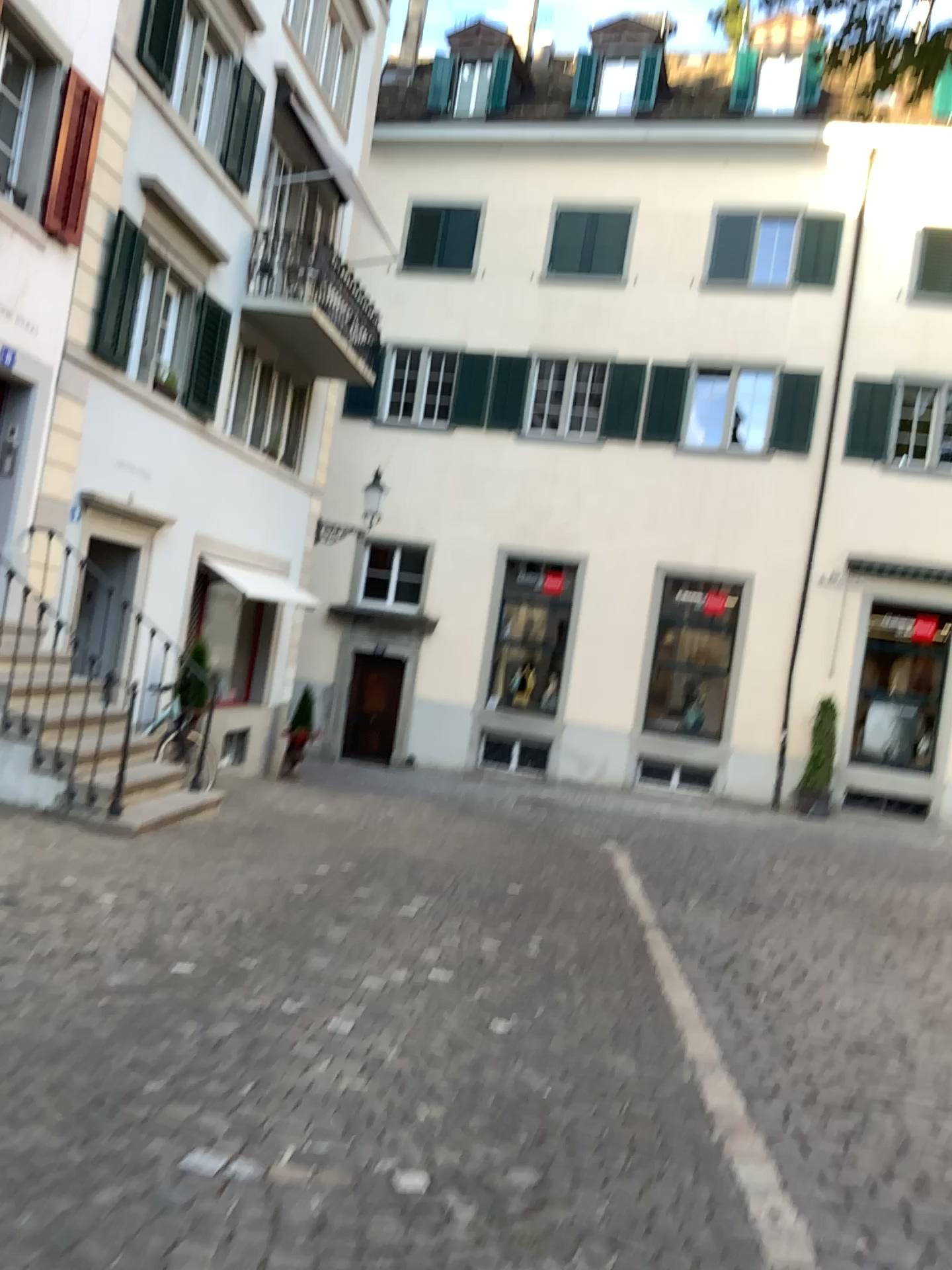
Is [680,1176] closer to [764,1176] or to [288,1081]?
[764,1176]
